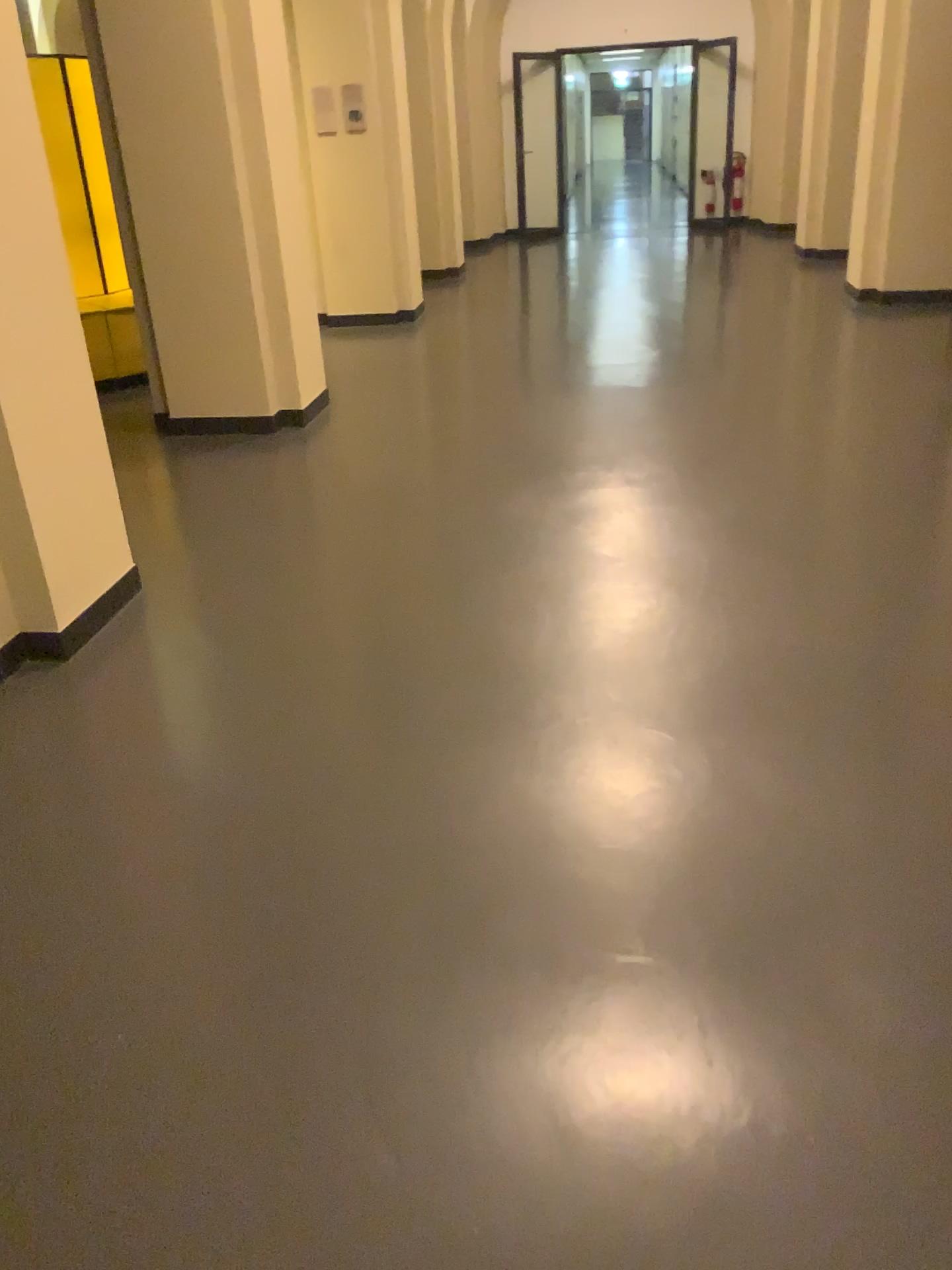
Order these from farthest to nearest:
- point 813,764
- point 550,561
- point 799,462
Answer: point 799,462, point 550,561, point 813,764

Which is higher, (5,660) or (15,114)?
(15,114)

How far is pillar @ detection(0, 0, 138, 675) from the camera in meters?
2.9 m

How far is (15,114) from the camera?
2.9 meters
